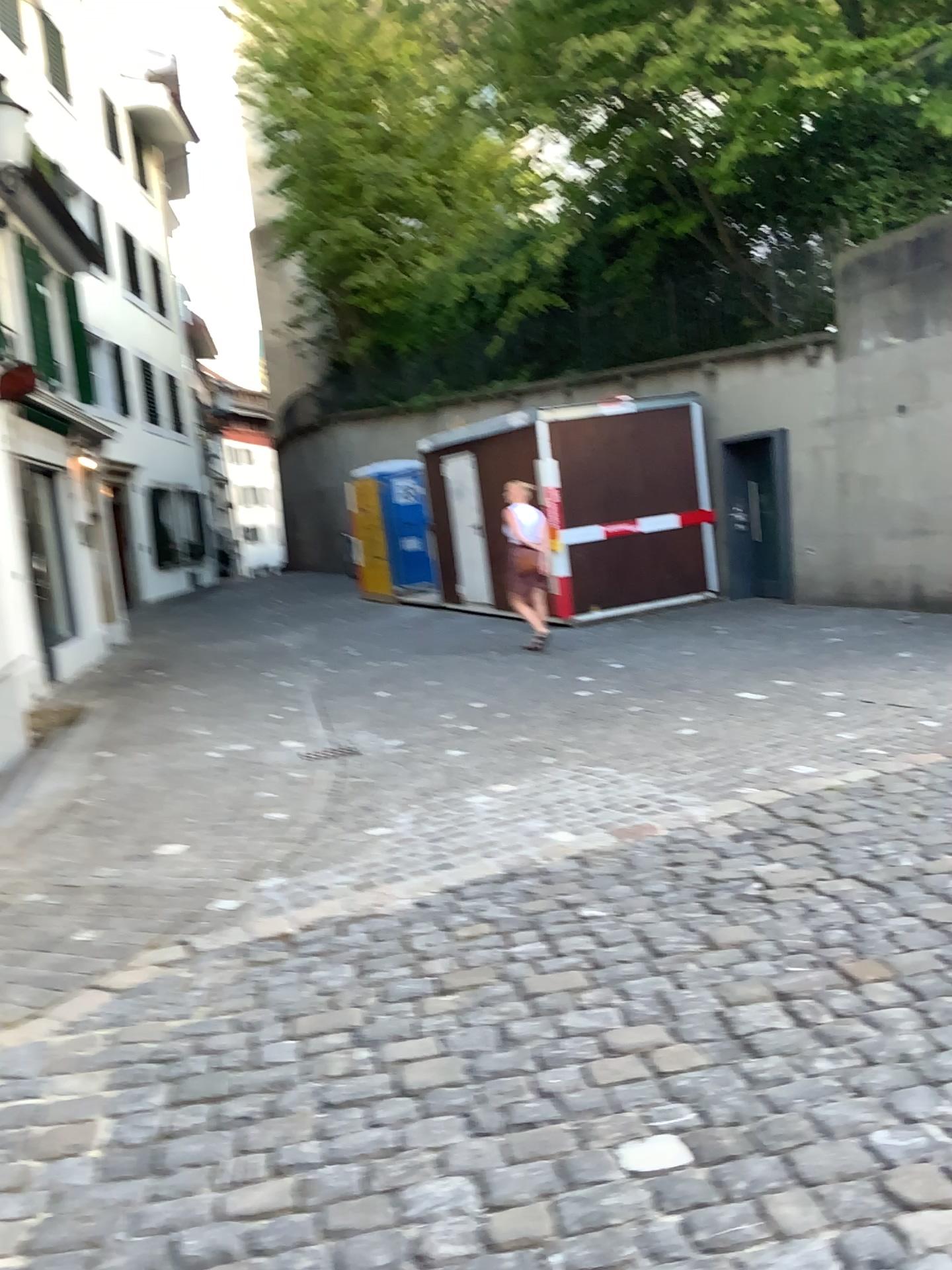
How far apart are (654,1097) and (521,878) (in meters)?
1.69
